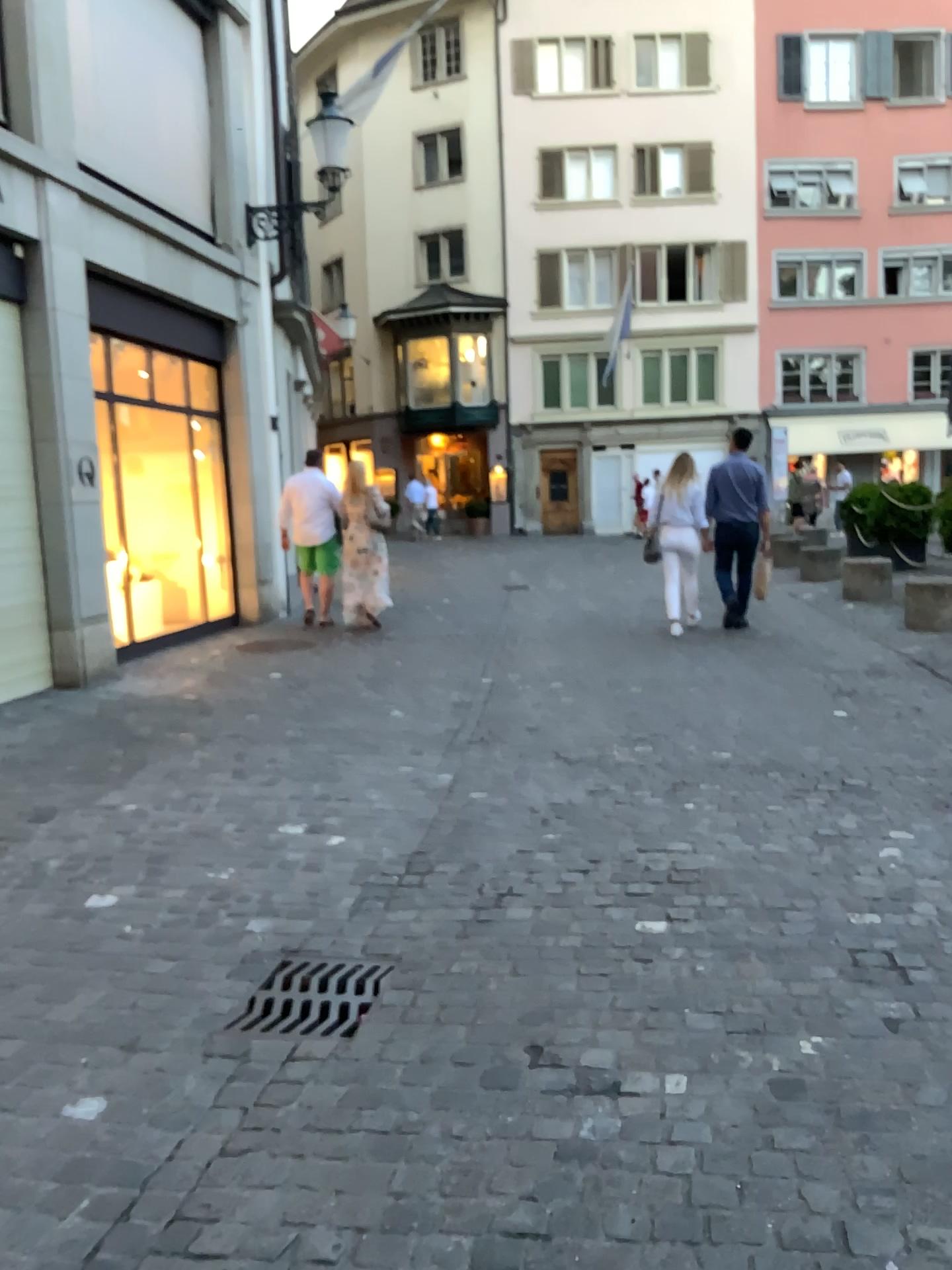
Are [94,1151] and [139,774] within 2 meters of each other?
no

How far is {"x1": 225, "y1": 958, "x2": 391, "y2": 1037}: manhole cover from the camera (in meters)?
2.84

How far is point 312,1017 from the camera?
2.8m
